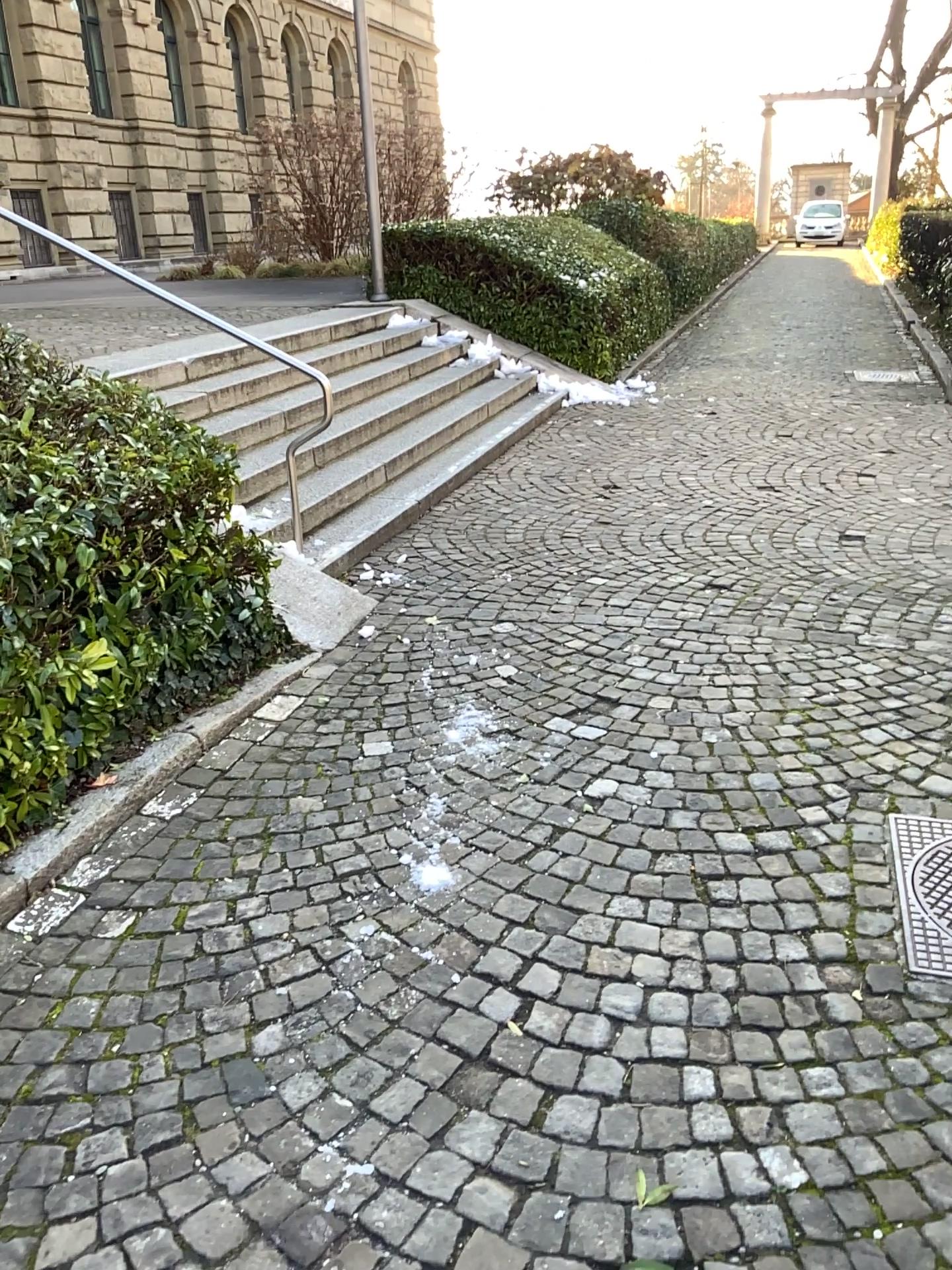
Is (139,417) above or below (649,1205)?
above

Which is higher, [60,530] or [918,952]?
[60,530]

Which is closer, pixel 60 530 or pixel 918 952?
pixel 918 952

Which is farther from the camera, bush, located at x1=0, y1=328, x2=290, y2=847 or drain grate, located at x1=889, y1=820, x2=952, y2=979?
bush, located at x1=0, y1=328, x2=290, y2=847
